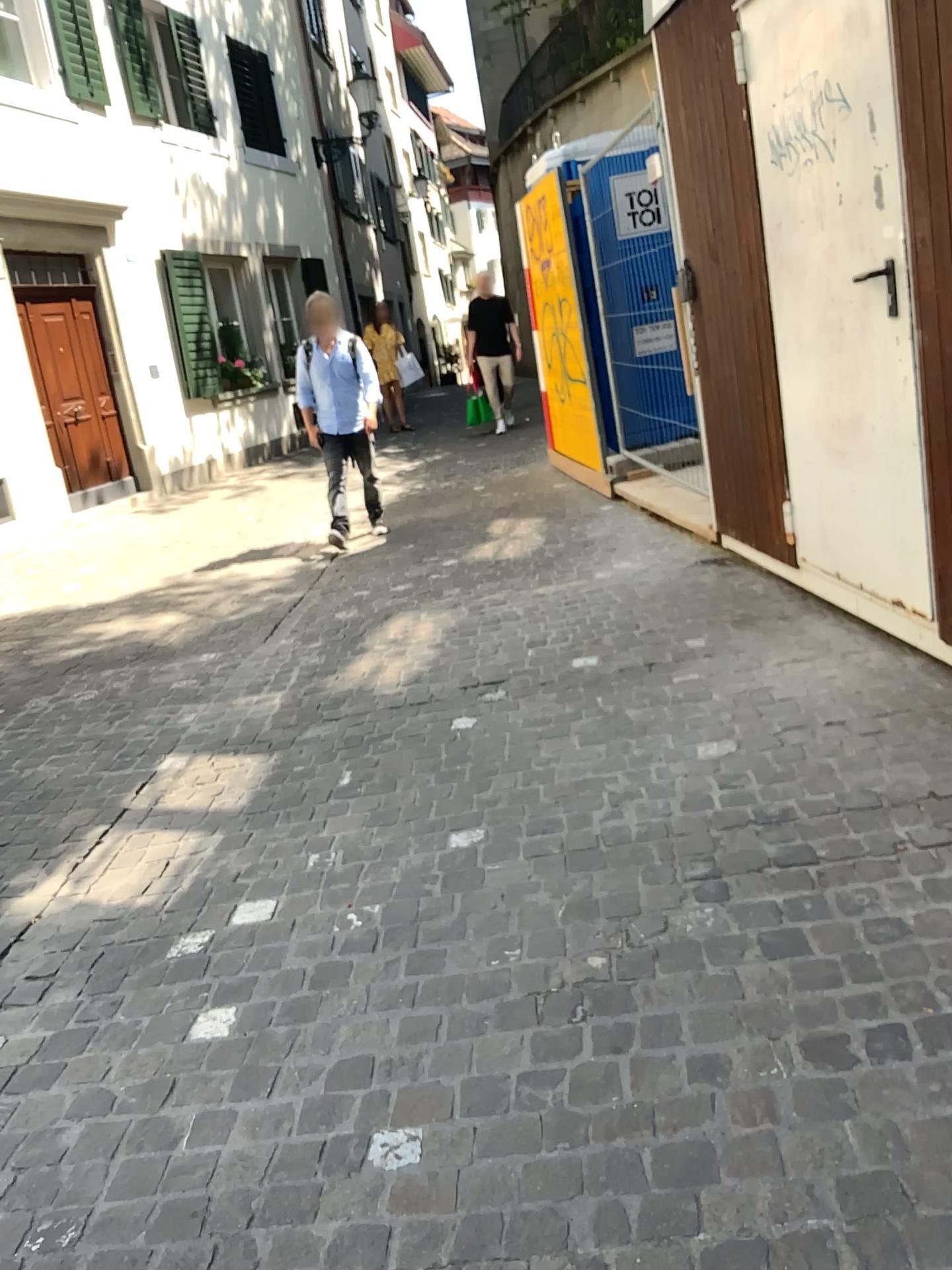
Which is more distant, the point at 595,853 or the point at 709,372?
the point at 709,372
